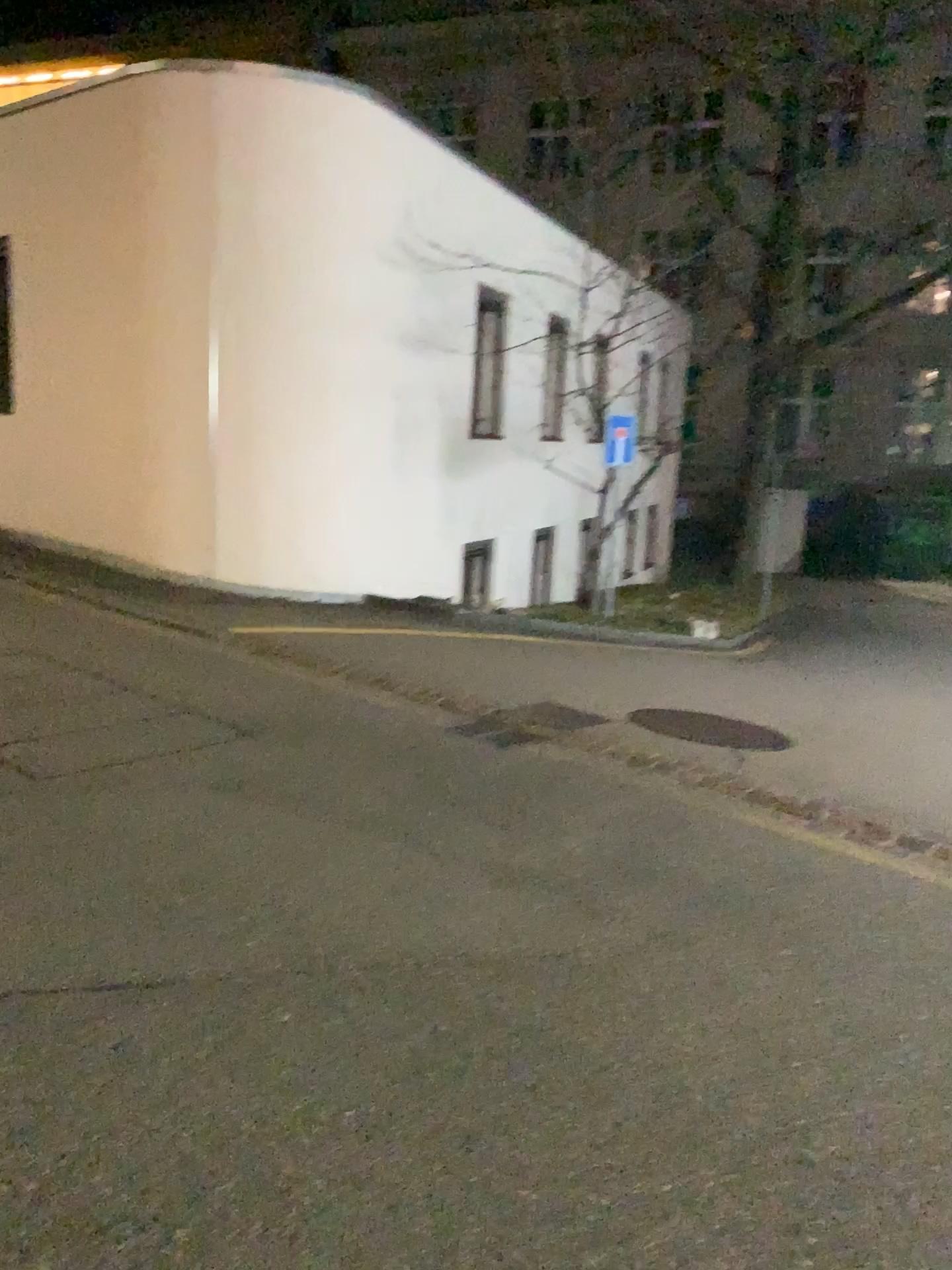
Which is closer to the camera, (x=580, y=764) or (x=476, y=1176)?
(x=476, y=1176)
